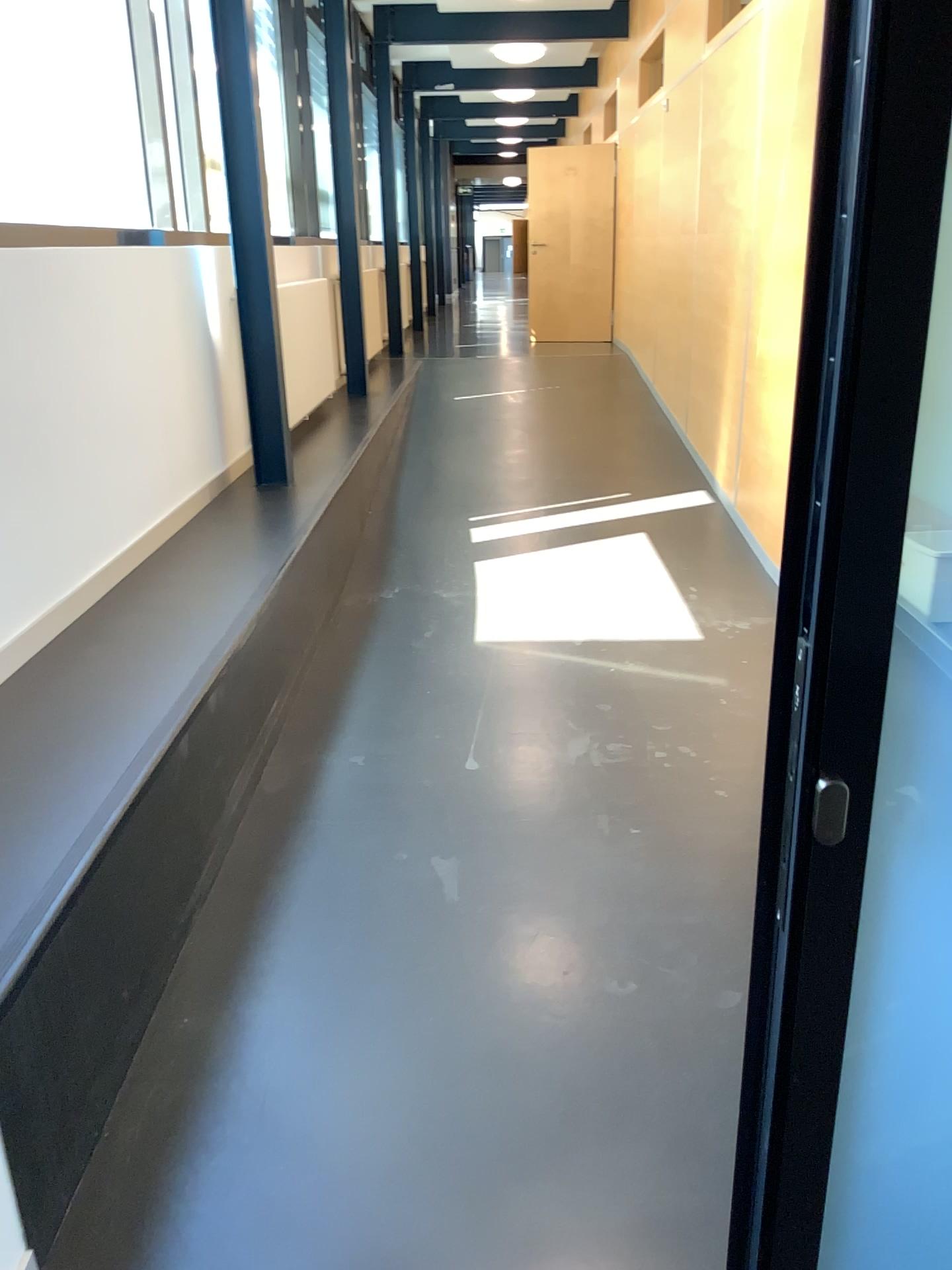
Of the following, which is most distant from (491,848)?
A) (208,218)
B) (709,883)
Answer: (208,218)
